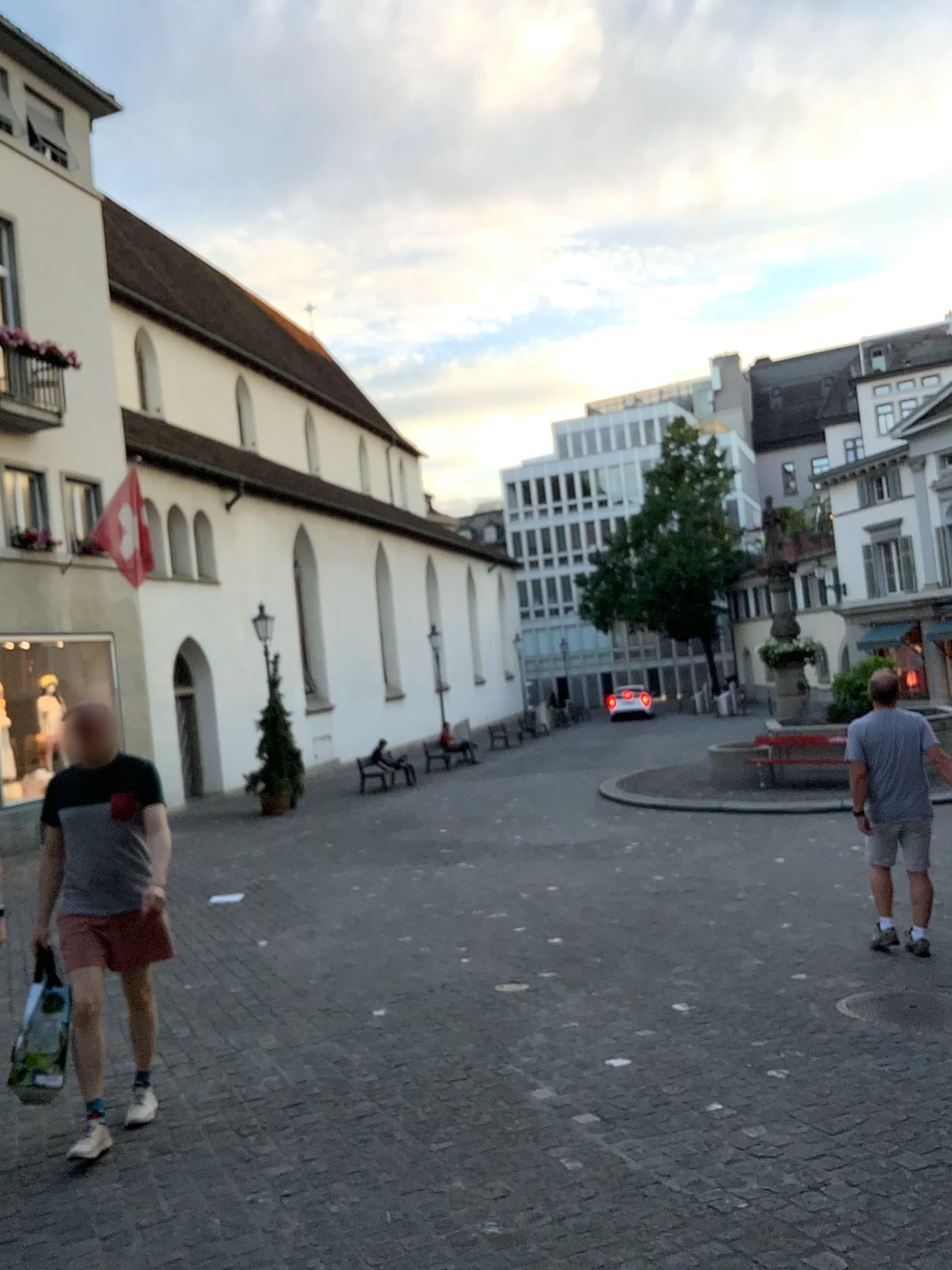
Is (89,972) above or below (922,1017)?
above

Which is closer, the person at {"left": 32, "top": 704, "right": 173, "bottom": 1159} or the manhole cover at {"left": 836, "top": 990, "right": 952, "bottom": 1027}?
the person at {"left": 32, "top": 704, "right": 173, "bottom": 1159}

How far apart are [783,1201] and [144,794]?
2.8m

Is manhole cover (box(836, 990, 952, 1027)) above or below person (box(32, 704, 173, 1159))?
below

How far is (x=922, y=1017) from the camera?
4.8 meters

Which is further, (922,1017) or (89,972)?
(922,1017)

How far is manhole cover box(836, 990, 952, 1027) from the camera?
4.8m
